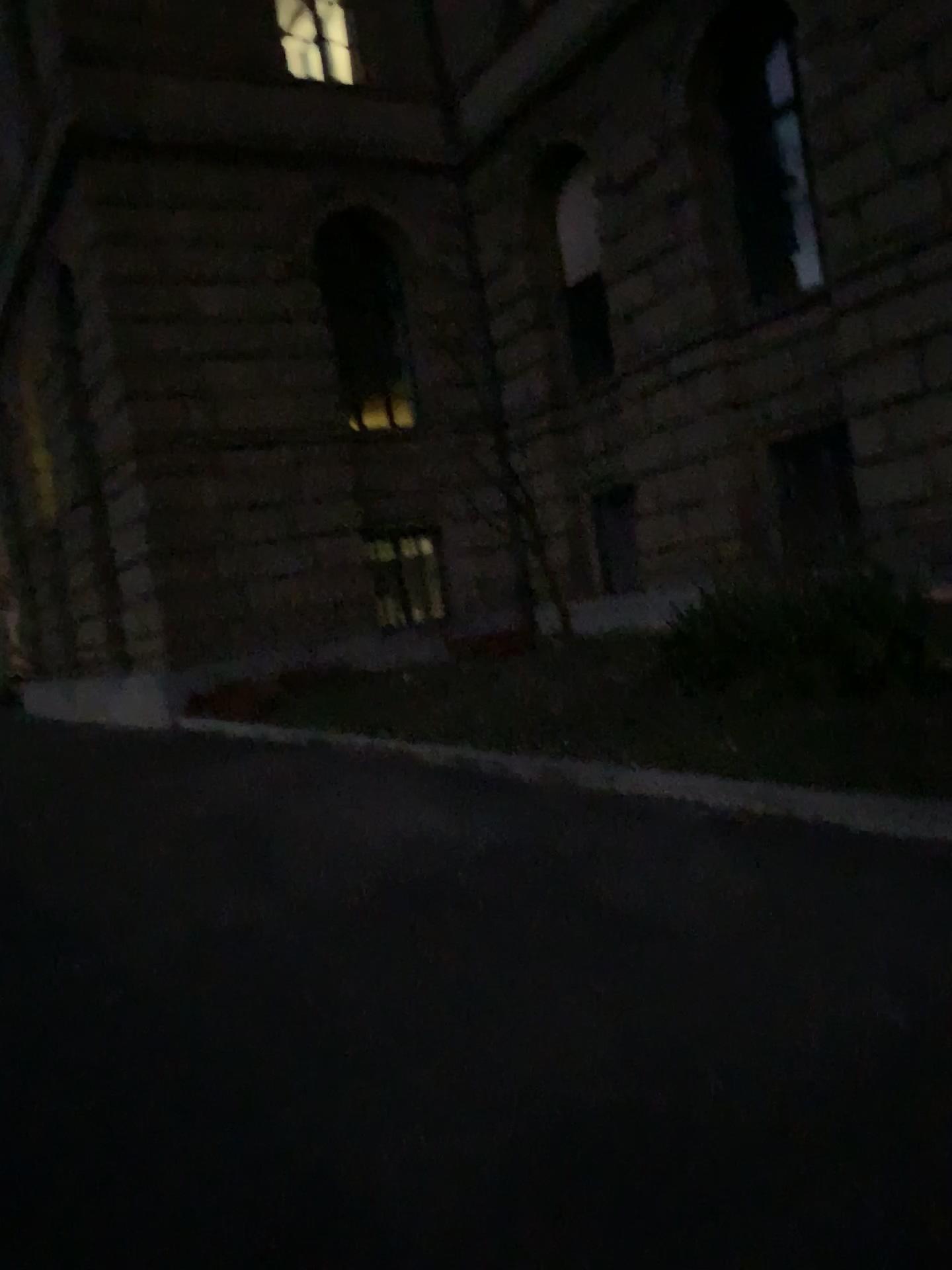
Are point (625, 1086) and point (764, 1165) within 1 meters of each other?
yes
